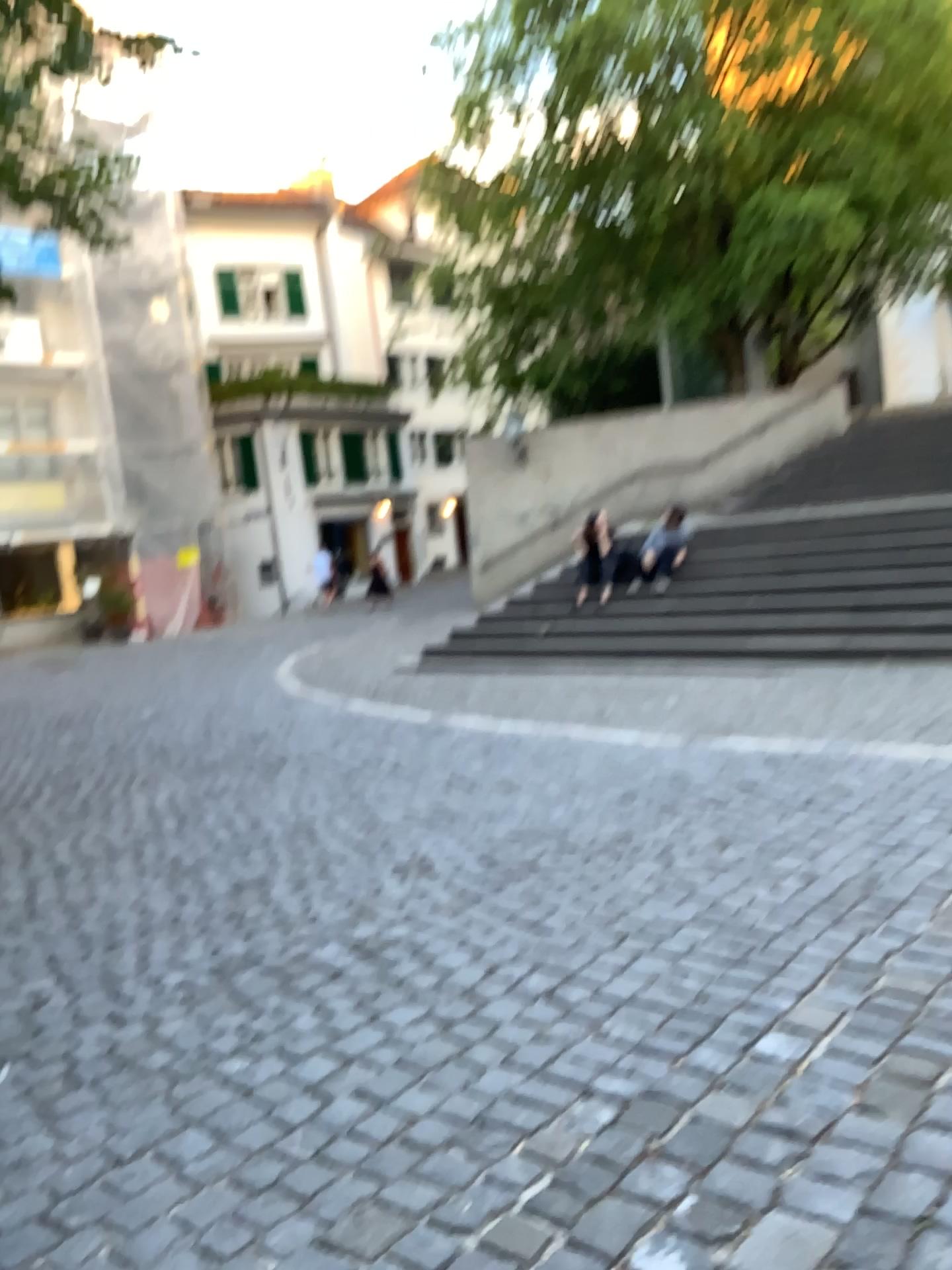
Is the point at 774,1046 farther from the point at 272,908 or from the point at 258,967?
the point at 272,908
